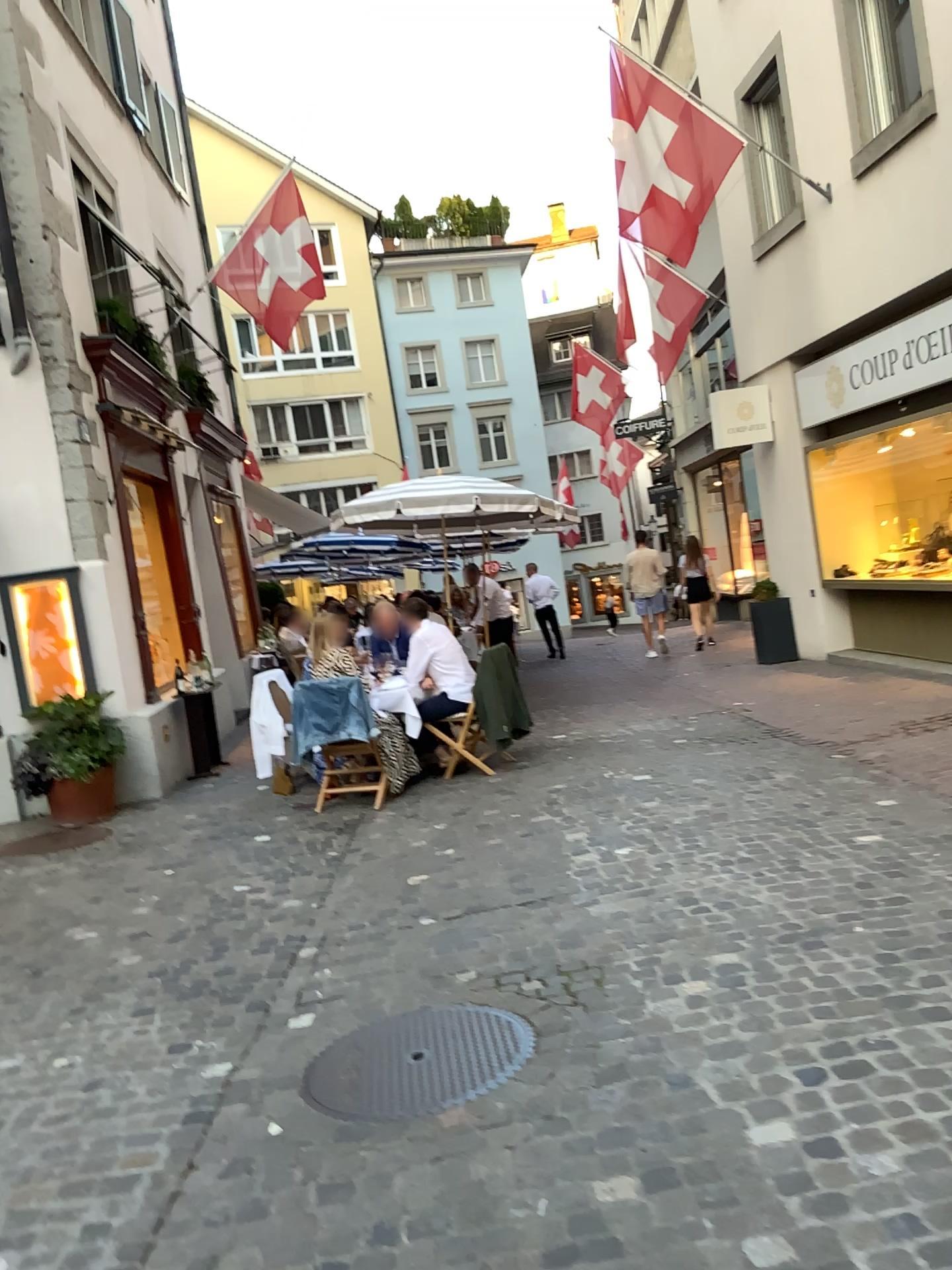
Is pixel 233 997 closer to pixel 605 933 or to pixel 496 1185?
pixel 605 933
